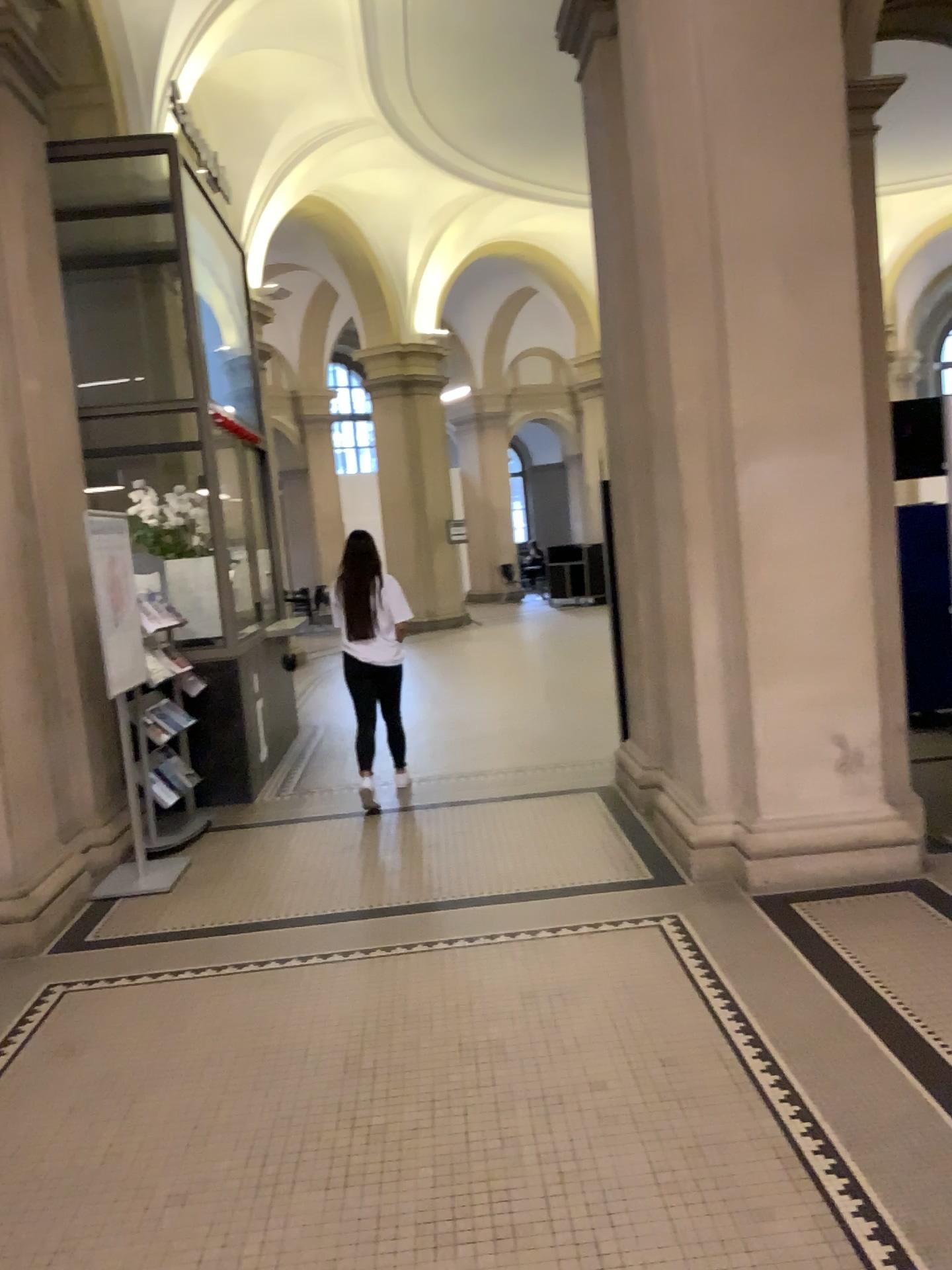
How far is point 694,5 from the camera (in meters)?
4.15

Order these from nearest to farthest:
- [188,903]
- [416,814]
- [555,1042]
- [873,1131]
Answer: [873,1131], [555,1042], [188,903], [416,814]

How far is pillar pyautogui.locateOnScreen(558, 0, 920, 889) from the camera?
4.1 meters
